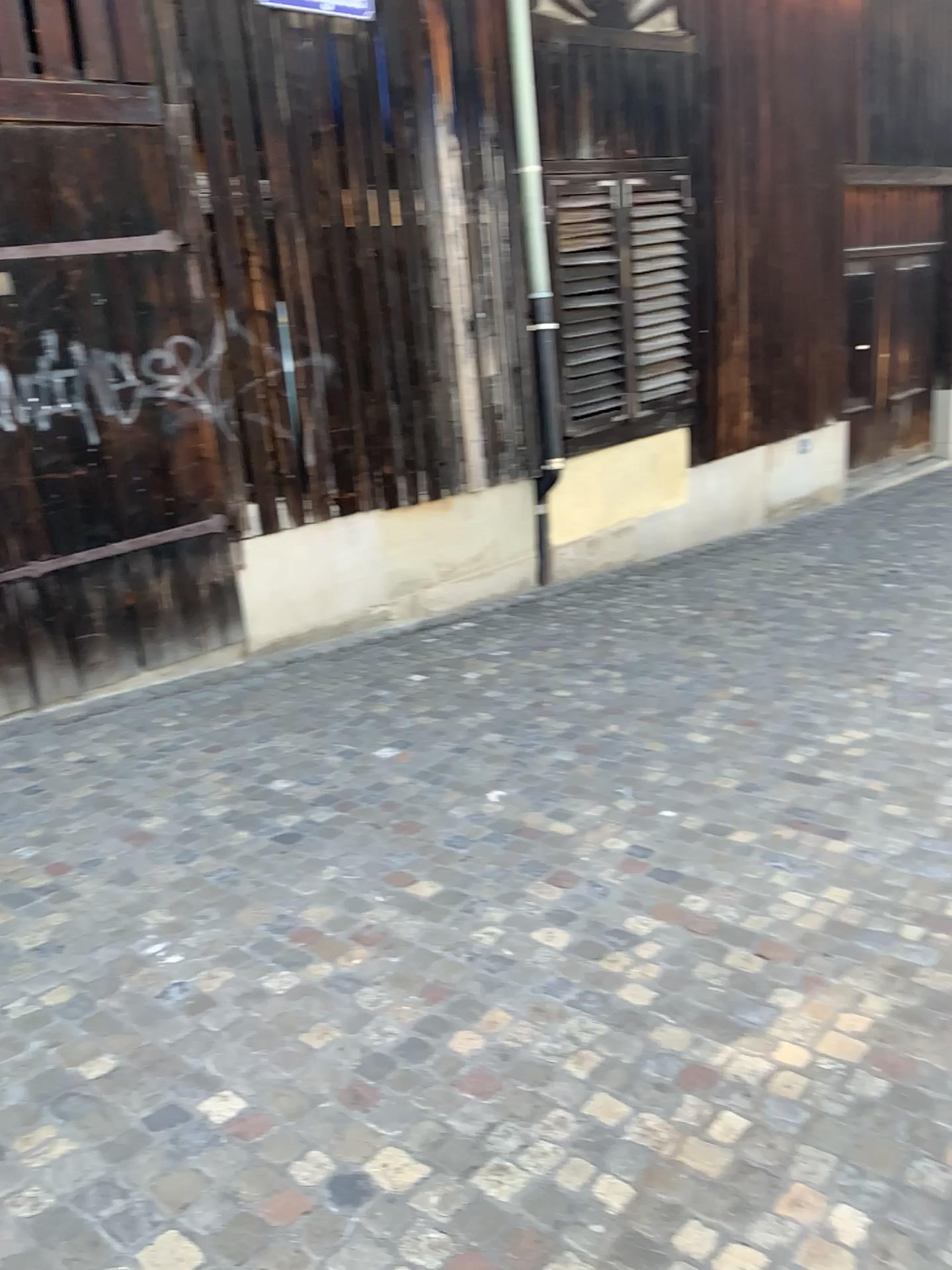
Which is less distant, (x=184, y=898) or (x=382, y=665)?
(x=184, y=898)
